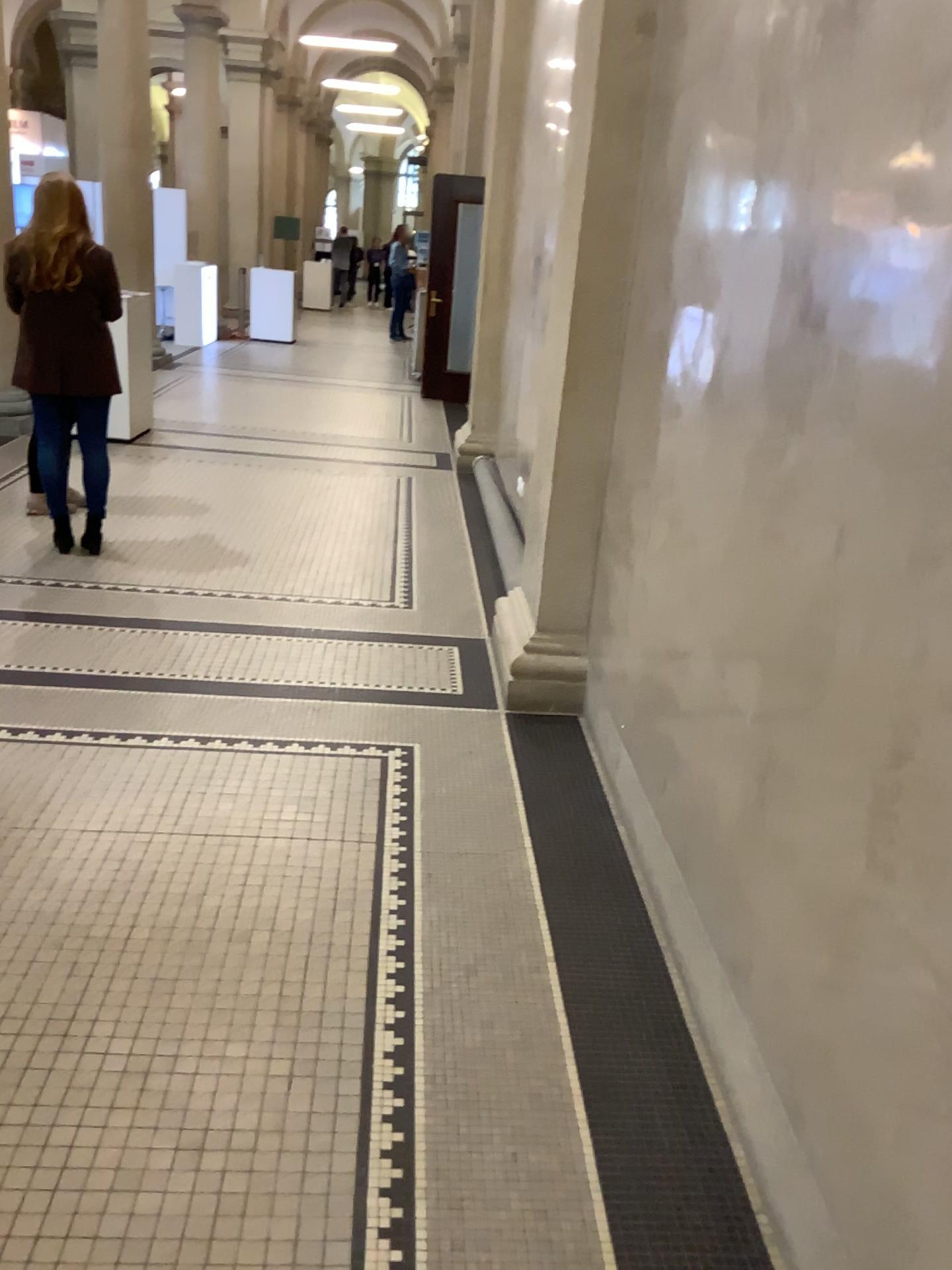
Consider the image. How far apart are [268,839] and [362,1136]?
1.03m
